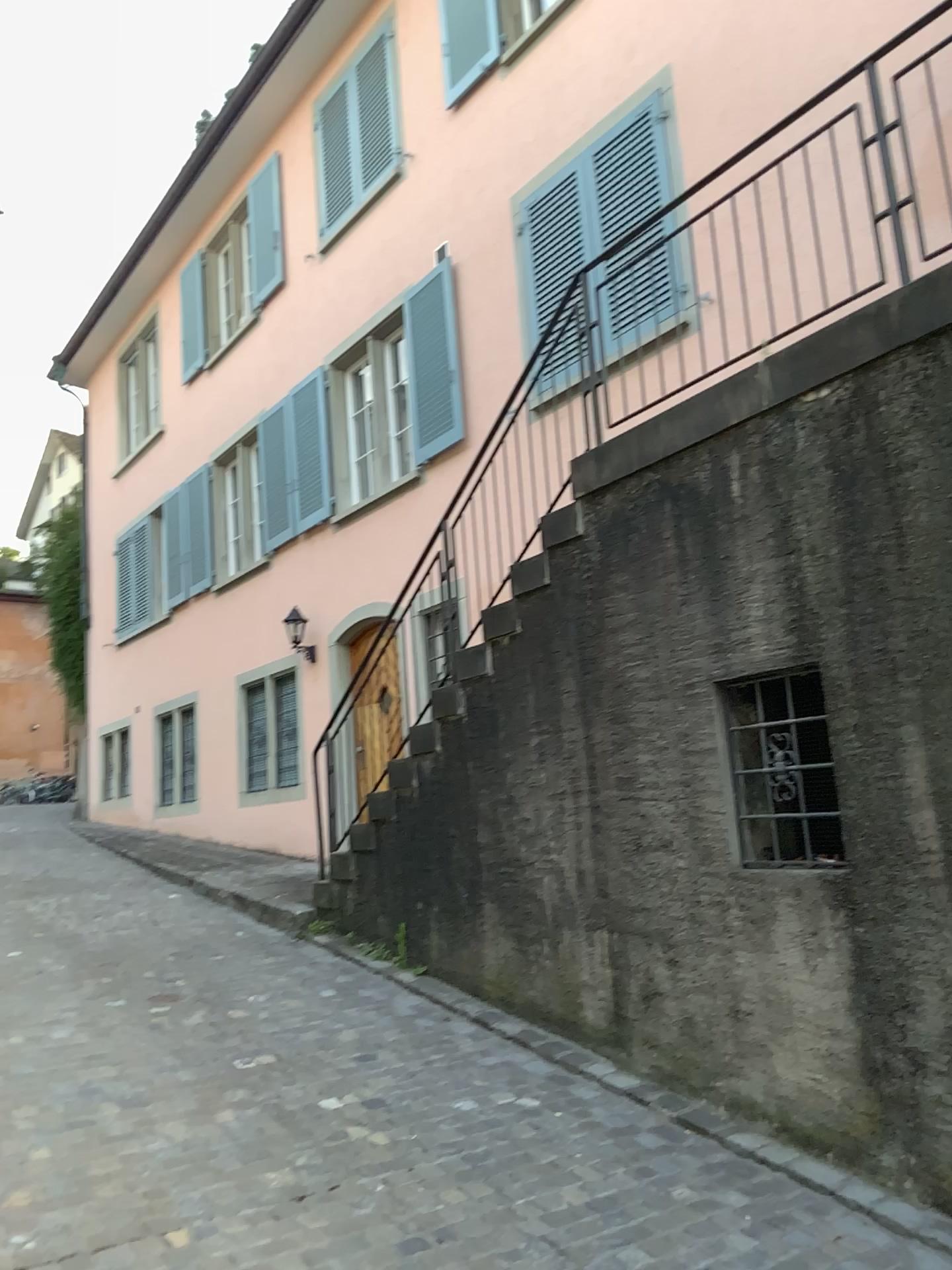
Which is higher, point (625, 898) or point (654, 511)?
point (654, 511)
